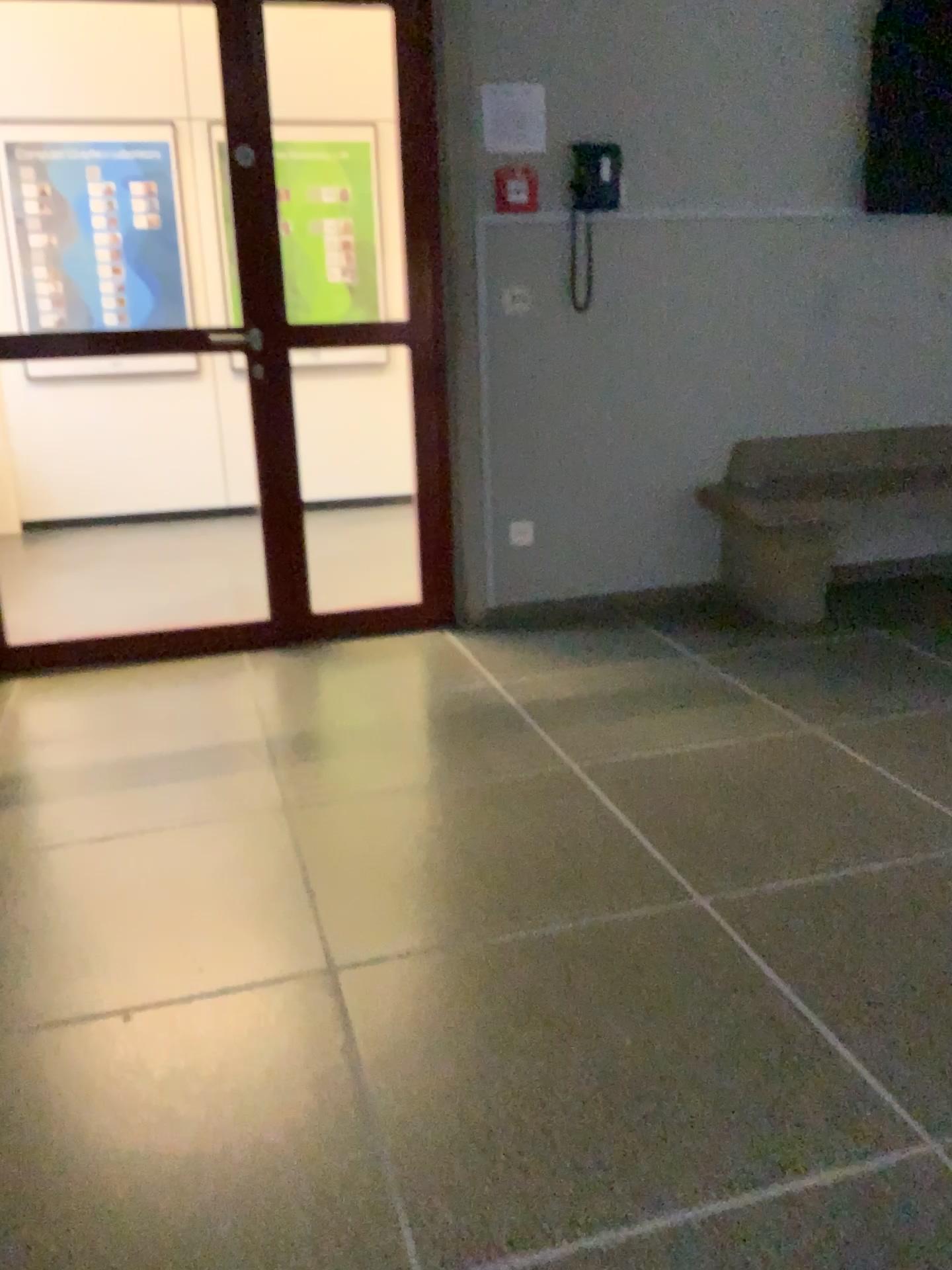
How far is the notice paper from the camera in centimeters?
352cm

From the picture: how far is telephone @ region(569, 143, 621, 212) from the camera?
3.61m

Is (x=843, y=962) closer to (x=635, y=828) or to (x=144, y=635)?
(x=635, y=828)

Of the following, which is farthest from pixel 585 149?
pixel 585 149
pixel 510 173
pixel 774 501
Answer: pixel 774 501

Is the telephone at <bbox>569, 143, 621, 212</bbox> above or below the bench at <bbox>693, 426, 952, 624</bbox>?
above

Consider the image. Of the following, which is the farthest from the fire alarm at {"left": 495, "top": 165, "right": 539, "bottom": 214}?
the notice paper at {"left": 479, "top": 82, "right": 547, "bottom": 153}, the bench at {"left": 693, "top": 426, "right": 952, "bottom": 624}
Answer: the bench at {"left": 693, "top": 426, "right": 952, "bottom": 624}

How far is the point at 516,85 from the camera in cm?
352

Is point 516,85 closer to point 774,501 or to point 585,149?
point 585,149

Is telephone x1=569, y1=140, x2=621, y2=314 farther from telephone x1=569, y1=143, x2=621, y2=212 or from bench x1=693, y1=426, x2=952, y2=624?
bench x1=693, y1=426, x2=952, y2=624
